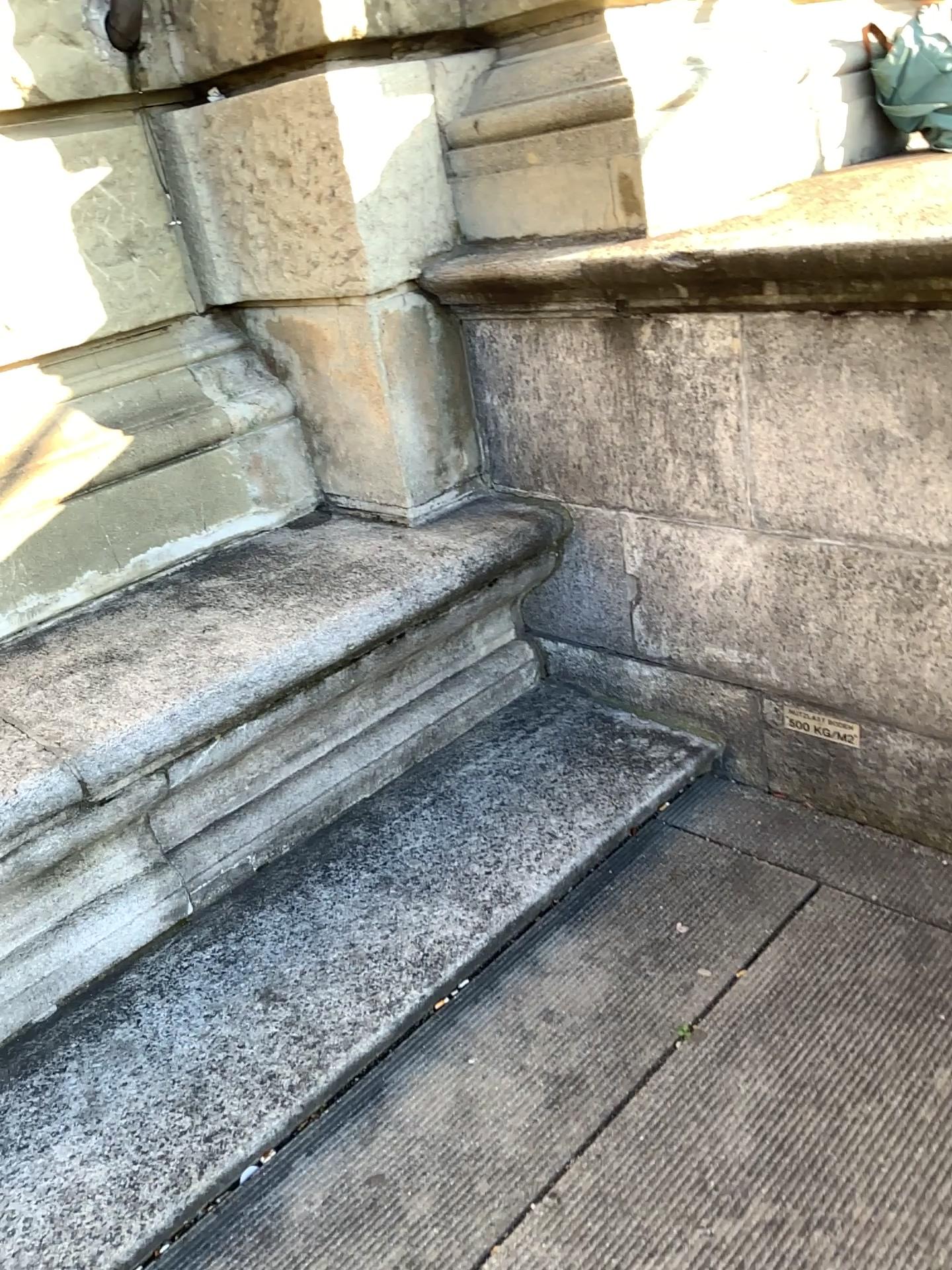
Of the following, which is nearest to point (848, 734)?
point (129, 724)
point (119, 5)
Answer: point (129, 724)

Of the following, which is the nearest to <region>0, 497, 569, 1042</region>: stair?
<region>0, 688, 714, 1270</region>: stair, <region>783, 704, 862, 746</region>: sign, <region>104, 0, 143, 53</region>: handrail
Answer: <region>0, 688, 714, 1270</region>: stair

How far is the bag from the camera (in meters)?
2.56

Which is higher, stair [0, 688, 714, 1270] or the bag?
the bag

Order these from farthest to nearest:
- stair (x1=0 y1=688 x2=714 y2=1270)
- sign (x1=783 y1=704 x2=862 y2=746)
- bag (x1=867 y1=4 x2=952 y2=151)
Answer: bag (x1=867 y1=4 x2=952 y2=151) → sign (x1=783 y1=704 x2=862 y2=746) → stair (x1=0 y1=688 x2=714 y2=1270)

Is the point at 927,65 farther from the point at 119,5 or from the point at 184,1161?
the point at 184,1161

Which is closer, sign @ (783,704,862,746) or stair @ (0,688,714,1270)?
stair @ (0,688,714,1270)

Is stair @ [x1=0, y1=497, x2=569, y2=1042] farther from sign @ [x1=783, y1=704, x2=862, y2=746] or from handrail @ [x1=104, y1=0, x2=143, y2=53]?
handrail @ [x1=104, y1=0, x2=143, y2=53]

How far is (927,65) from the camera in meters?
2.6

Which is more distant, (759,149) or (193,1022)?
(759,149)
